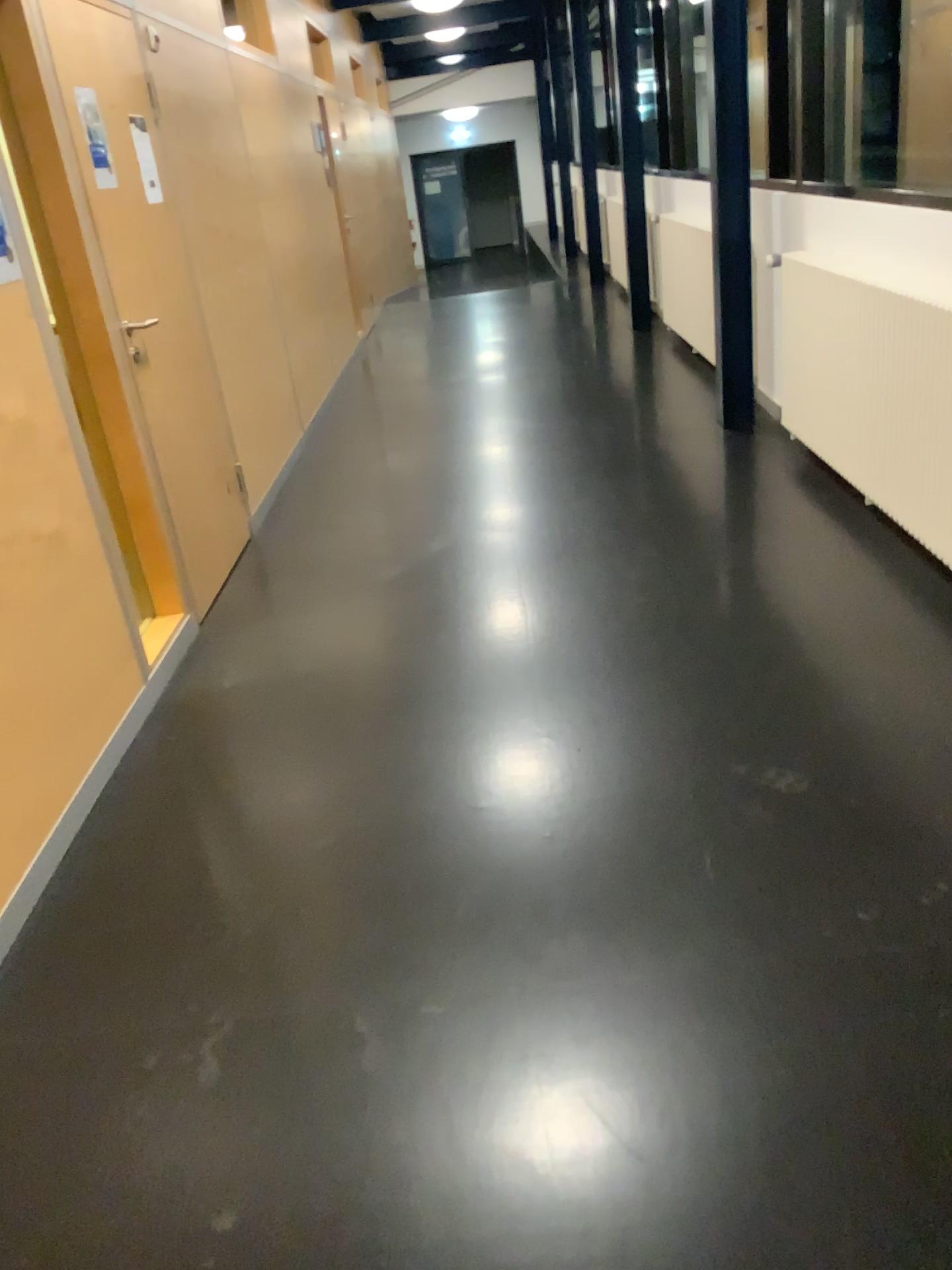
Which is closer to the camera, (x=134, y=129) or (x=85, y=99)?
(x=85, y=99)

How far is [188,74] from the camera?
4.5 meters

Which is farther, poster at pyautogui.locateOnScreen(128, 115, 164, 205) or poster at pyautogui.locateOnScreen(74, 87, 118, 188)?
poster at pyautogui.locateOnScreen(128, 115, 164, 205)
